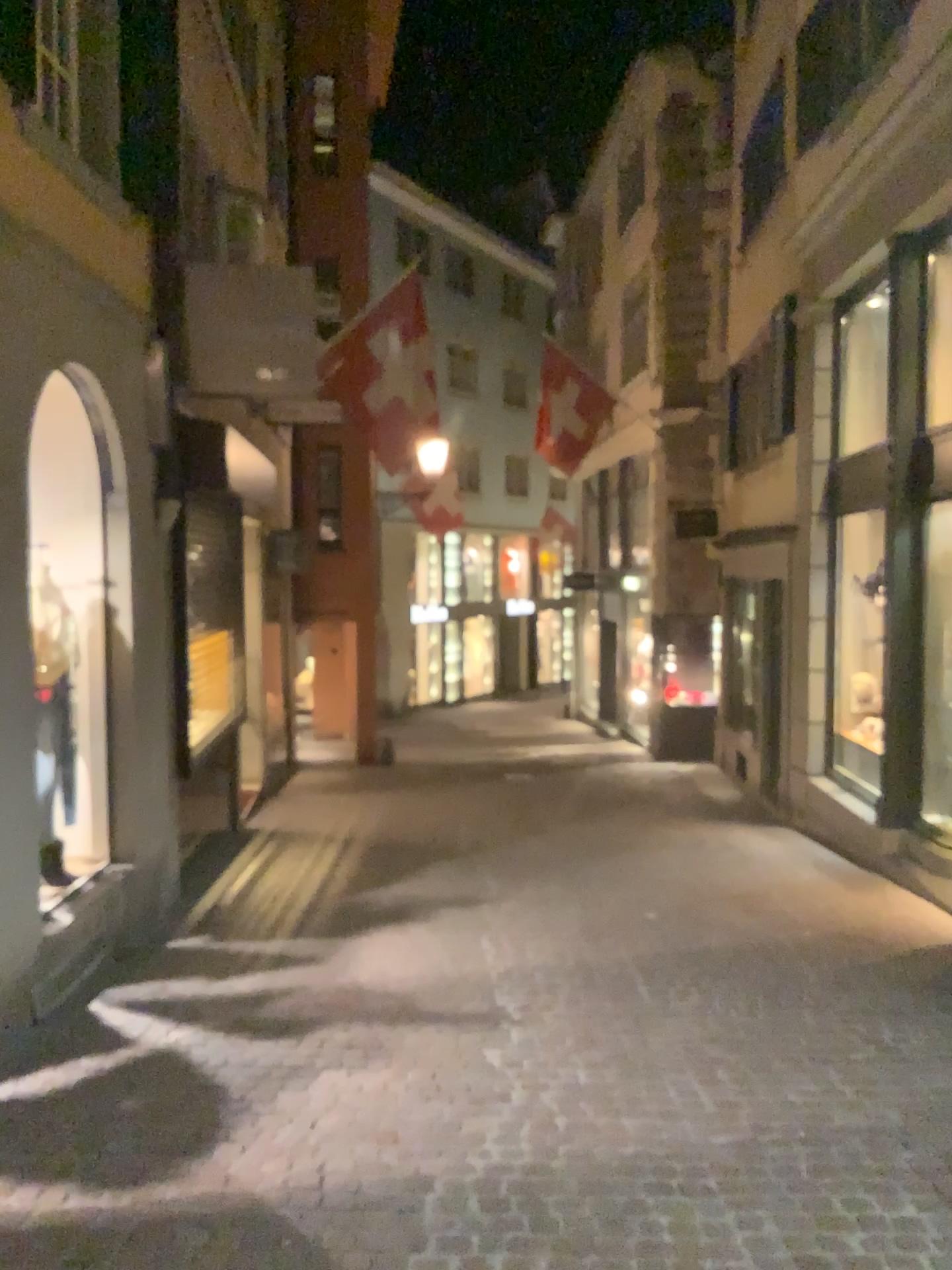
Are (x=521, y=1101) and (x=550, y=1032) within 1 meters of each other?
yes
